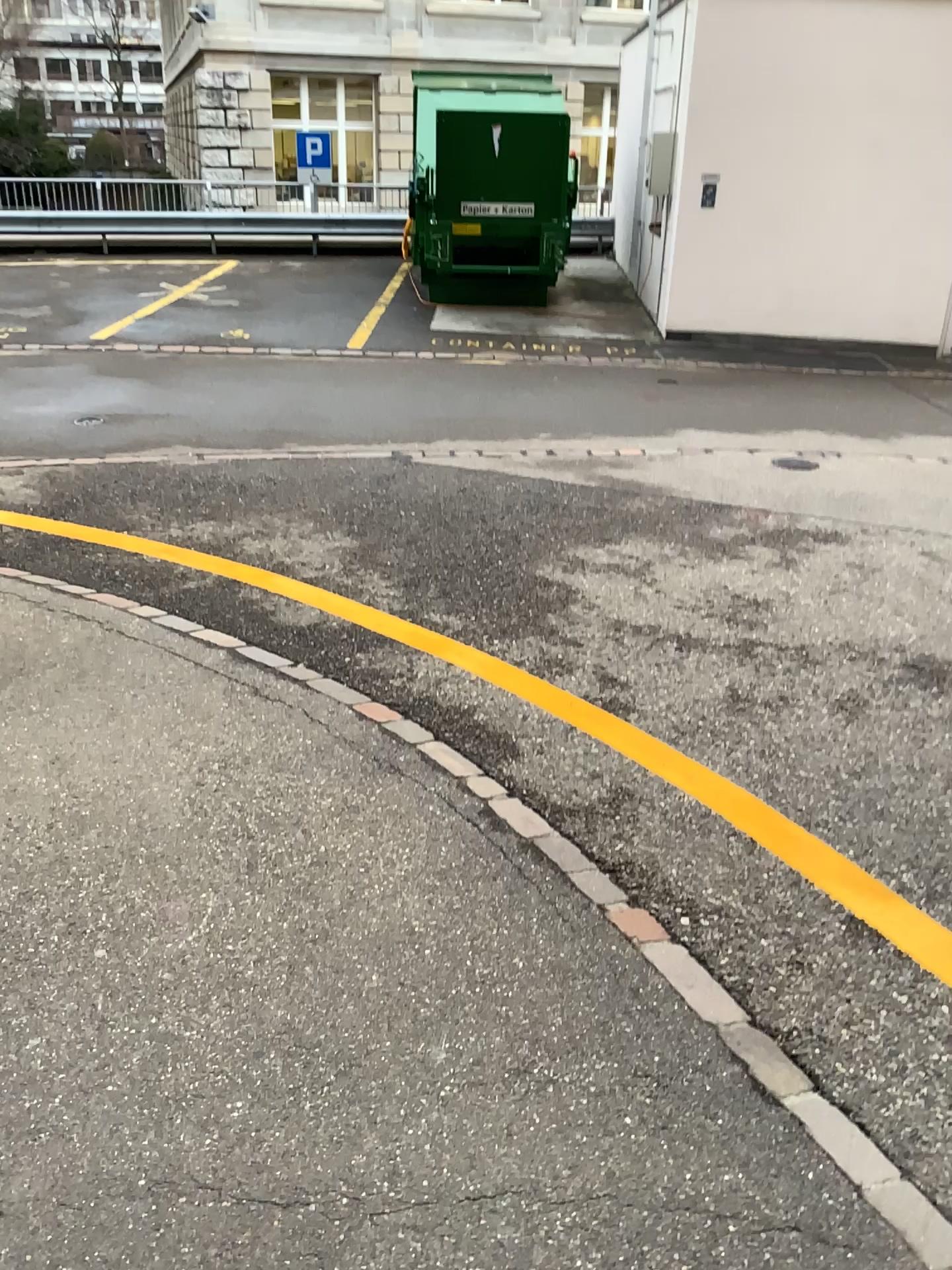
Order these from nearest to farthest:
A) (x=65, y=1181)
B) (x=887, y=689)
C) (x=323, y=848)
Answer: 1. (x=65, y=1181)
2. (x=323, y=848)
3. (x=887, y=689)
